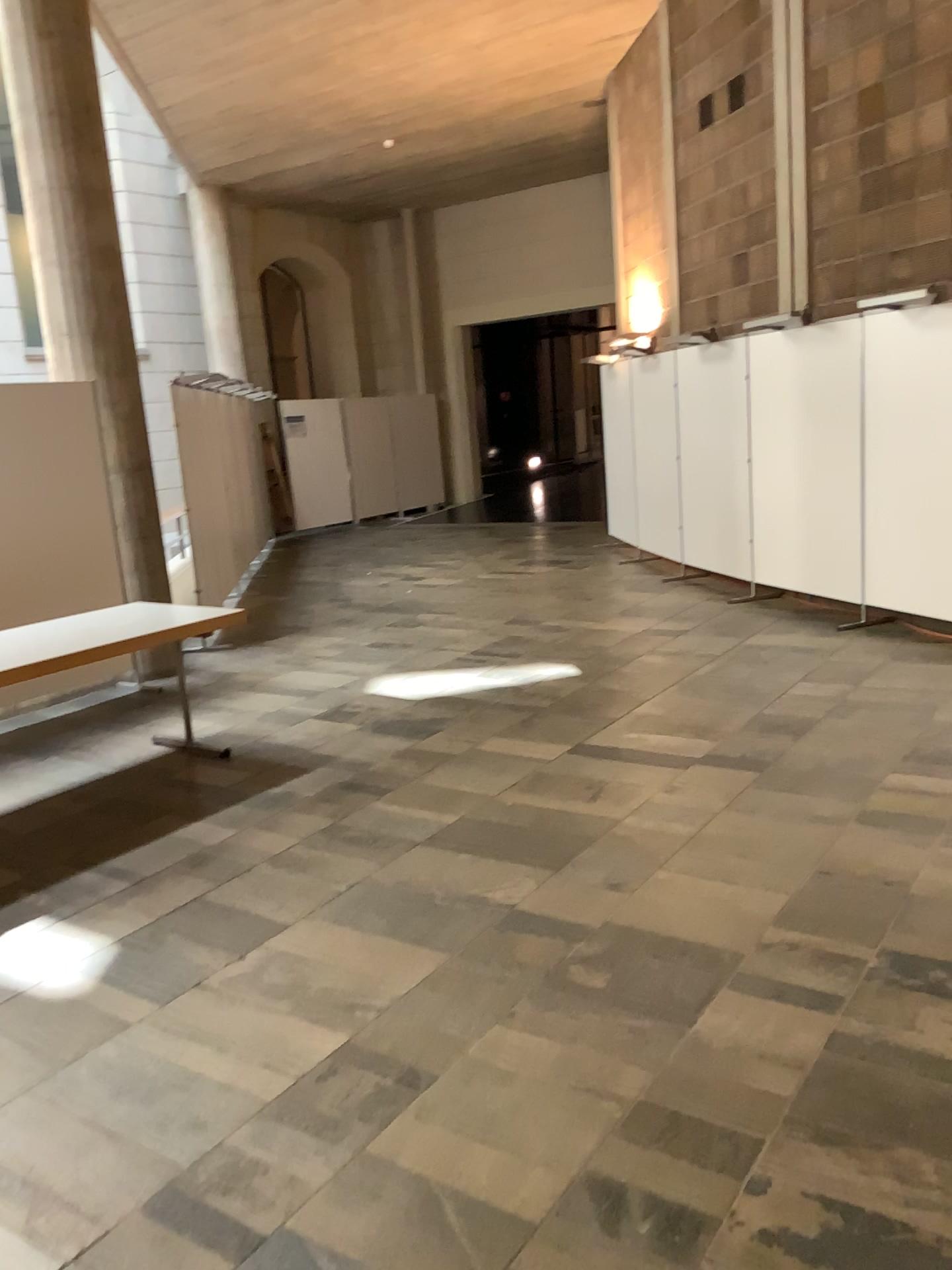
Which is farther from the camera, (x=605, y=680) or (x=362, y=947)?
(x=605, y=680)
